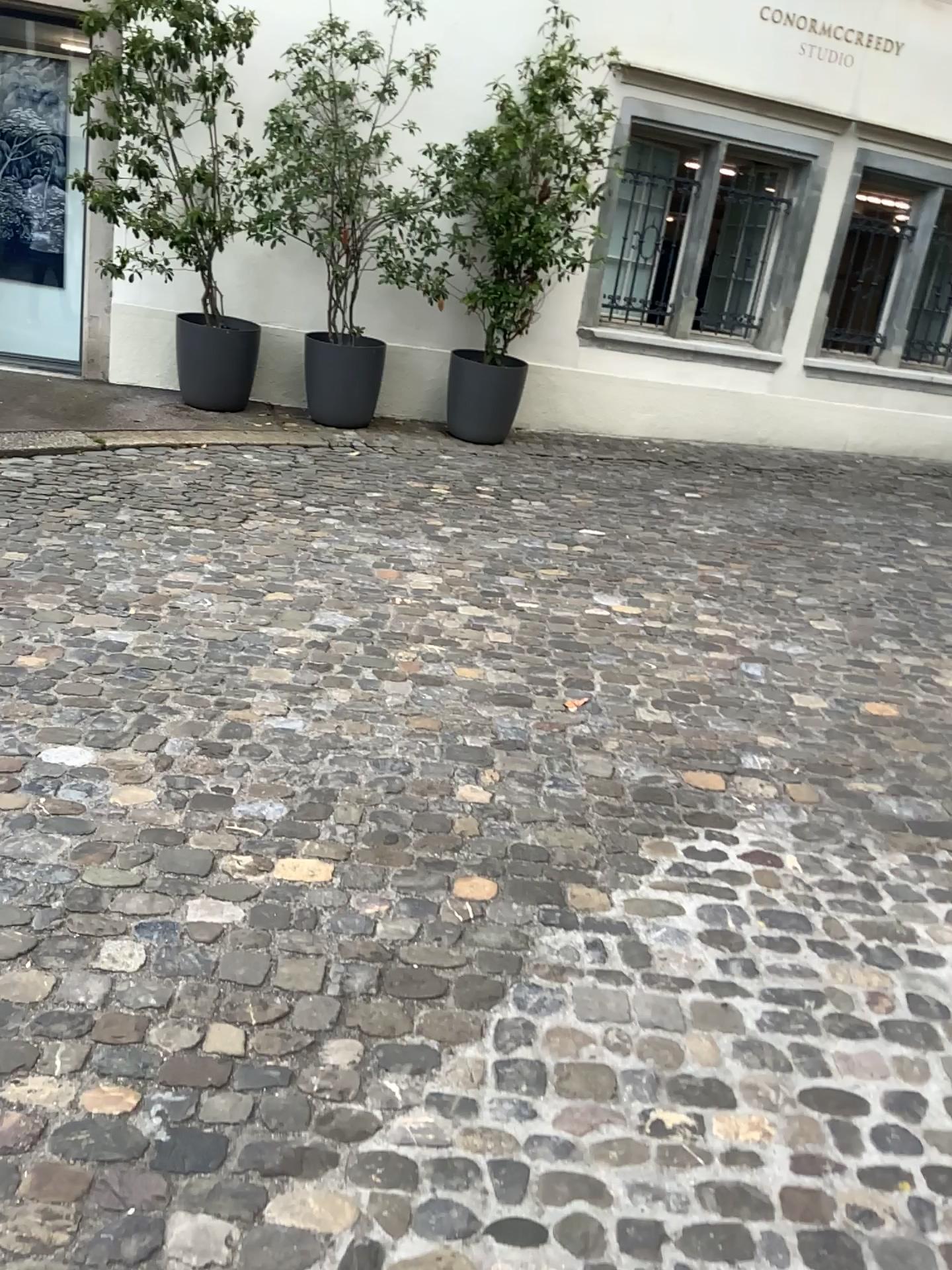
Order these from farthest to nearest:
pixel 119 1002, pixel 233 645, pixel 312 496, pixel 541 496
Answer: pixel 541 496 < pixel 312 496 < pixel 233 645 < pixel 119 1002
